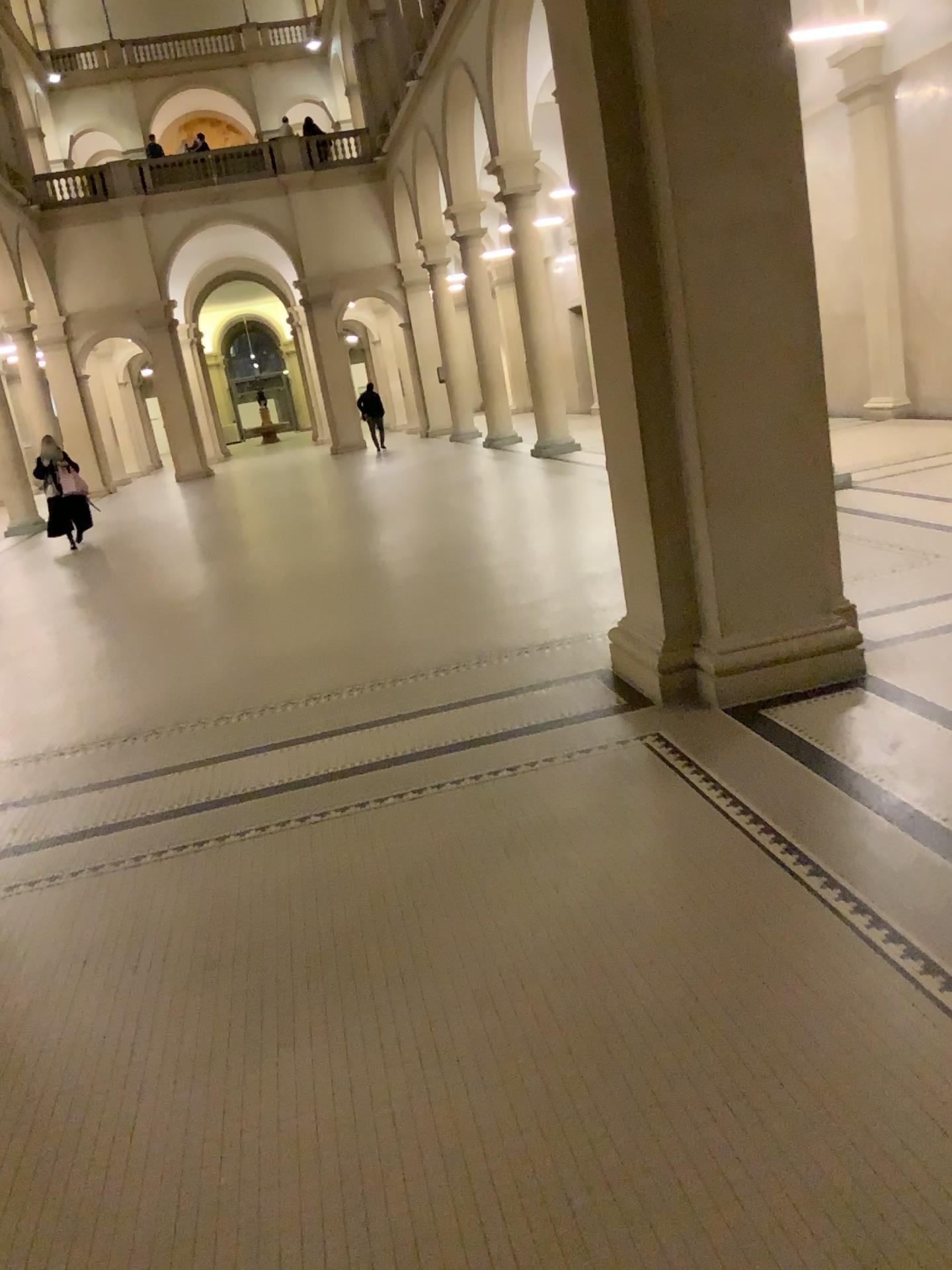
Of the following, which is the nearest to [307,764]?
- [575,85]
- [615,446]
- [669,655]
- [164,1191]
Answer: [669,655]
